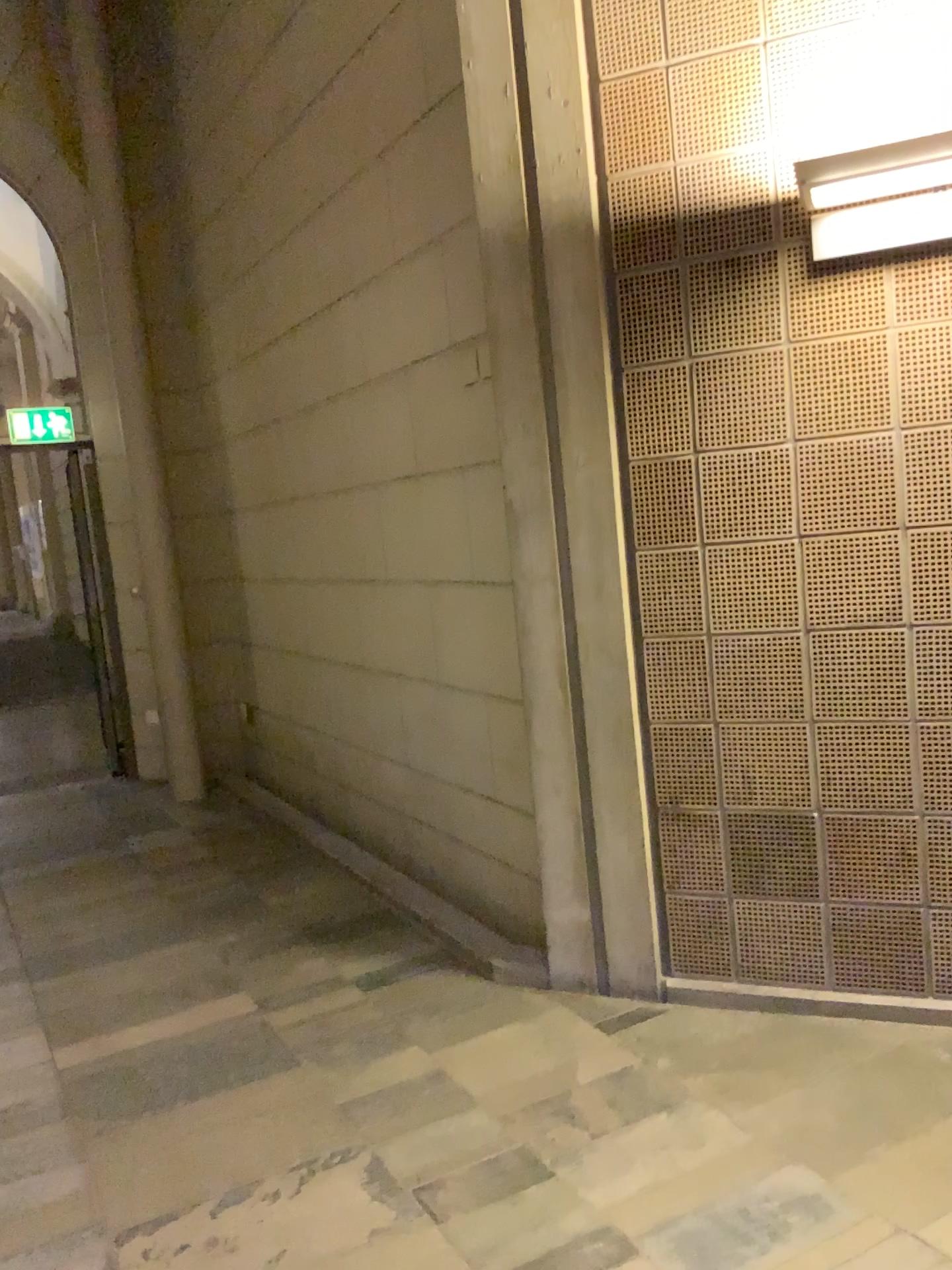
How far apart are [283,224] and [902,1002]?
4.10m

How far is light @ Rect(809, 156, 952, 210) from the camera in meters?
2.4

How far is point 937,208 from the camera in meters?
2.6 m

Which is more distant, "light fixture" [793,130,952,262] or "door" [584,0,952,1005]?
"door" [584,0,952,1005]

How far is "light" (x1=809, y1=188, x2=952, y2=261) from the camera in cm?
256

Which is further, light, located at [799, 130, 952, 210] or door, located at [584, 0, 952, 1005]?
door, located at [584, 0, 952, 1005]

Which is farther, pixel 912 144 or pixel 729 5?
pixel 729 5

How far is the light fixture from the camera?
2.4m

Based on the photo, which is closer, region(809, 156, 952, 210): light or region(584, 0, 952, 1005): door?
region(809, 156, 952, 210): light

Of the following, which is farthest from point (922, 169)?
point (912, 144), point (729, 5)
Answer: point (729, 5)
